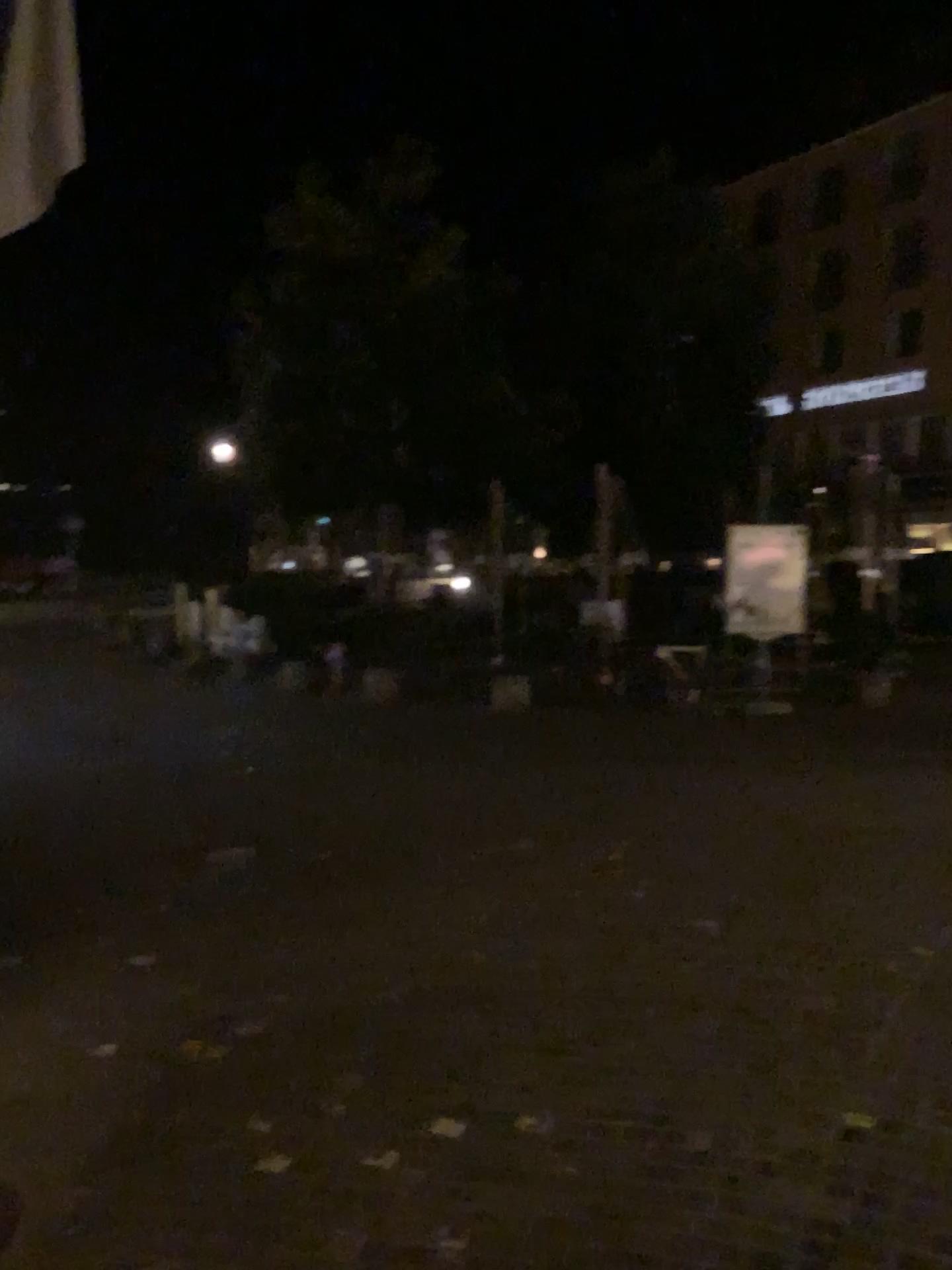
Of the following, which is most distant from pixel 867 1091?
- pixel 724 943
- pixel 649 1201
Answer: pixel 724 943
